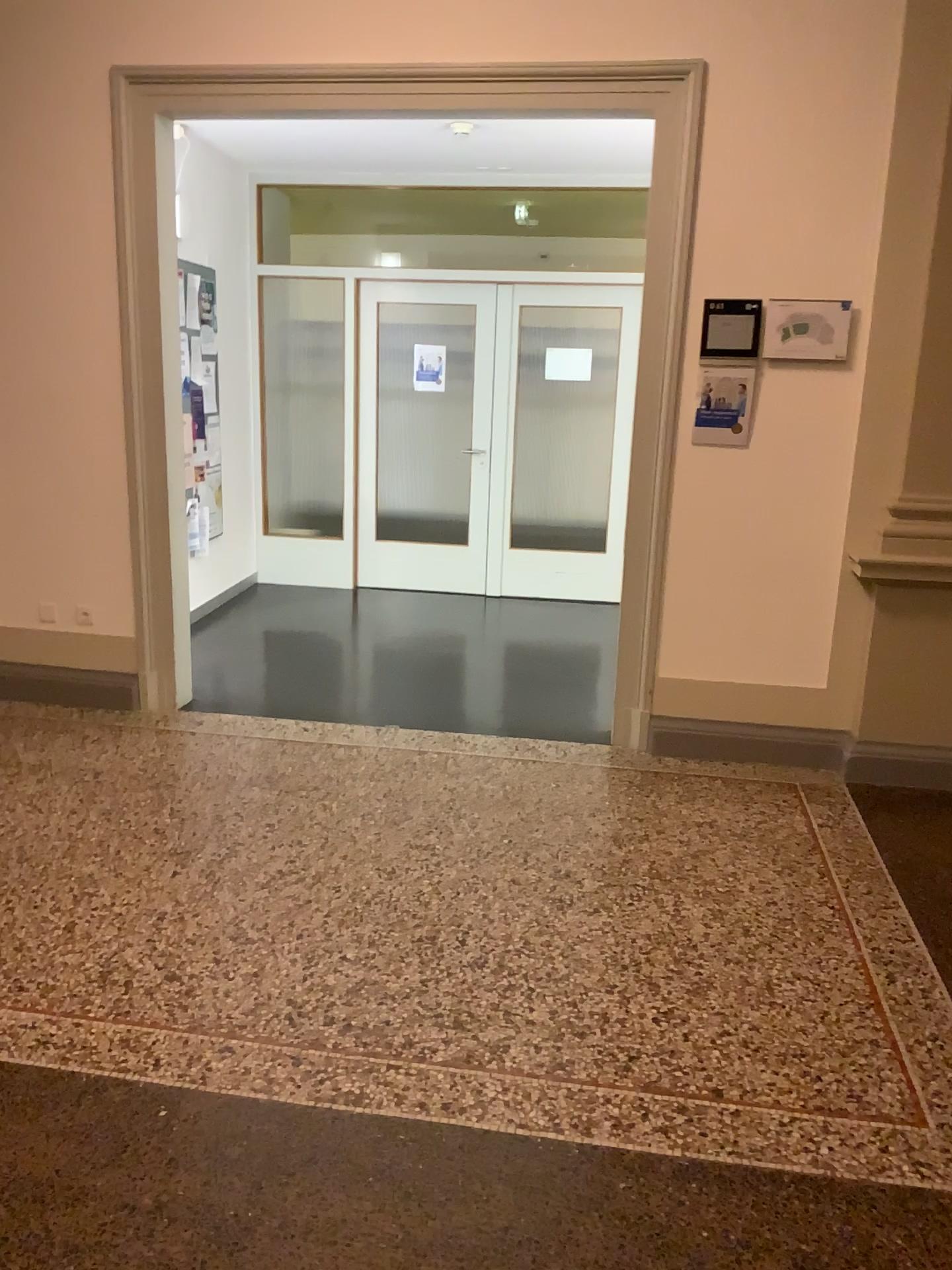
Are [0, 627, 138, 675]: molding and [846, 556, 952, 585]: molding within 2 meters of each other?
no

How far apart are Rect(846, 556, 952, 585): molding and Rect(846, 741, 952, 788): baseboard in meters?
0.7 m

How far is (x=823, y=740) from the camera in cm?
425

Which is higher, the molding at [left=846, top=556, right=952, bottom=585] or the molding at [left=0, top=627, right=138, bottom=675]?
the molding at [left=846, top=556, right=952, bottom=585]

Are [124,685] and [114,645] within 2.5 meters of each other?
yes

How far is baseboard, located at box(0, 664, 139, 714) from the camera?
4.7m

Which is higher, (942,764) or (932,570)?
(932,570)

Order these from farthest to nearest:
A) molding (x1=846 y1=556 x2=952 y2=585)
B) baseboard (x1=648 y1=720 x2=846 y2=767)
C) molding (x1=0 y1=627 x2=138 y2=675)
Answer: molding (x1=0 y1=627 x2=138 y2=675) → baseboard (x1=648 y1=720 x2=846 y2=767) → molding (x1=846 y1=556 x2=952 y2=585)

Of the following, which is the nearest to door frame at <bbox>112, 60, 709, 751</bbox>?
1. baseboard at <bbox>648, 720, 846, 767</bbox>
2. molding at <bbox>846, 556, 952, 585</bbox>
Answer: baseboard at <bbox>648, 720, 846, 767</bbox>

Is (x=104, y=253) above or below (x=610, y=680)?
above
